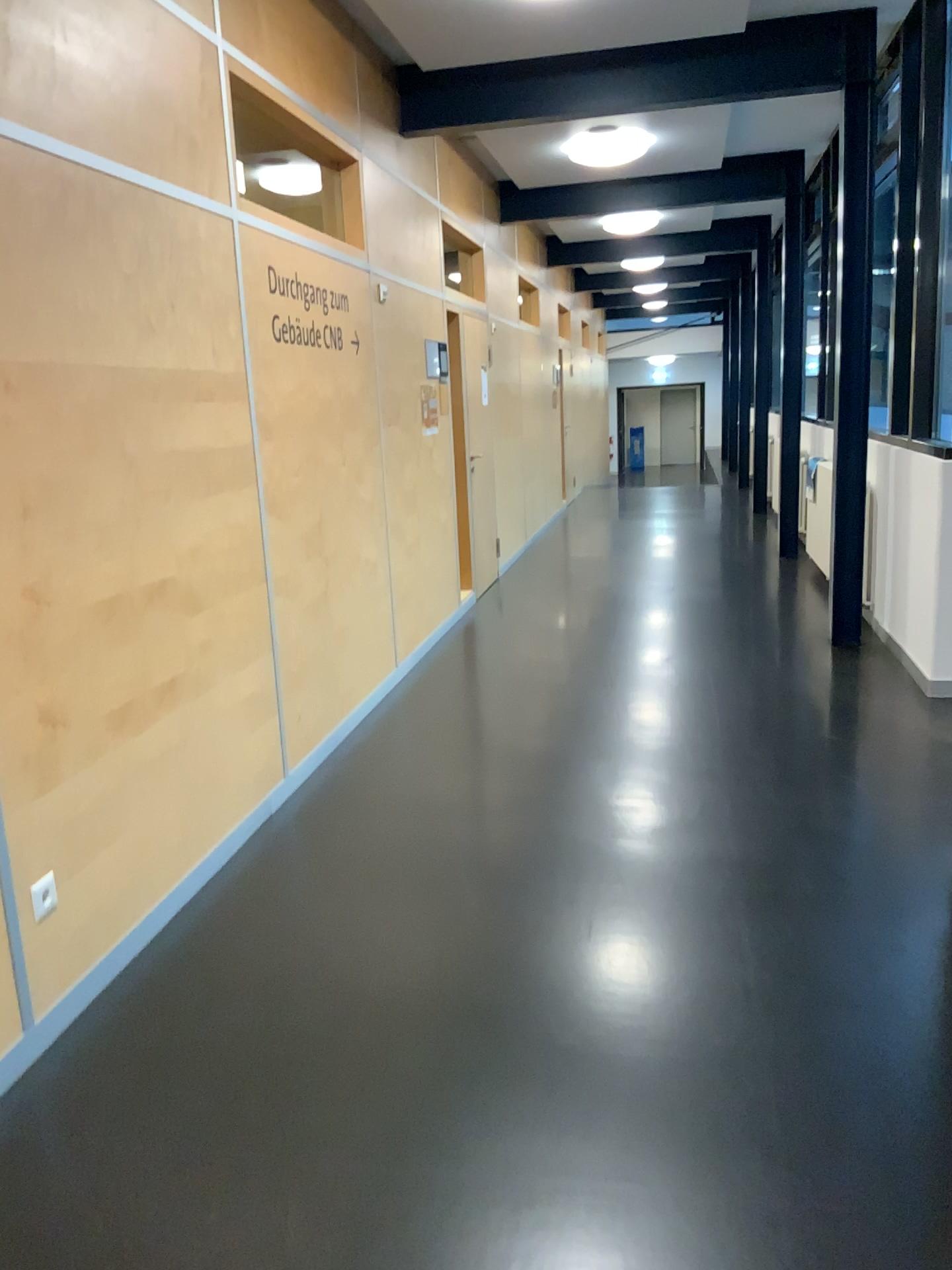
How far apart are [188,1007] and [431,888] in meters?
0.8 m
